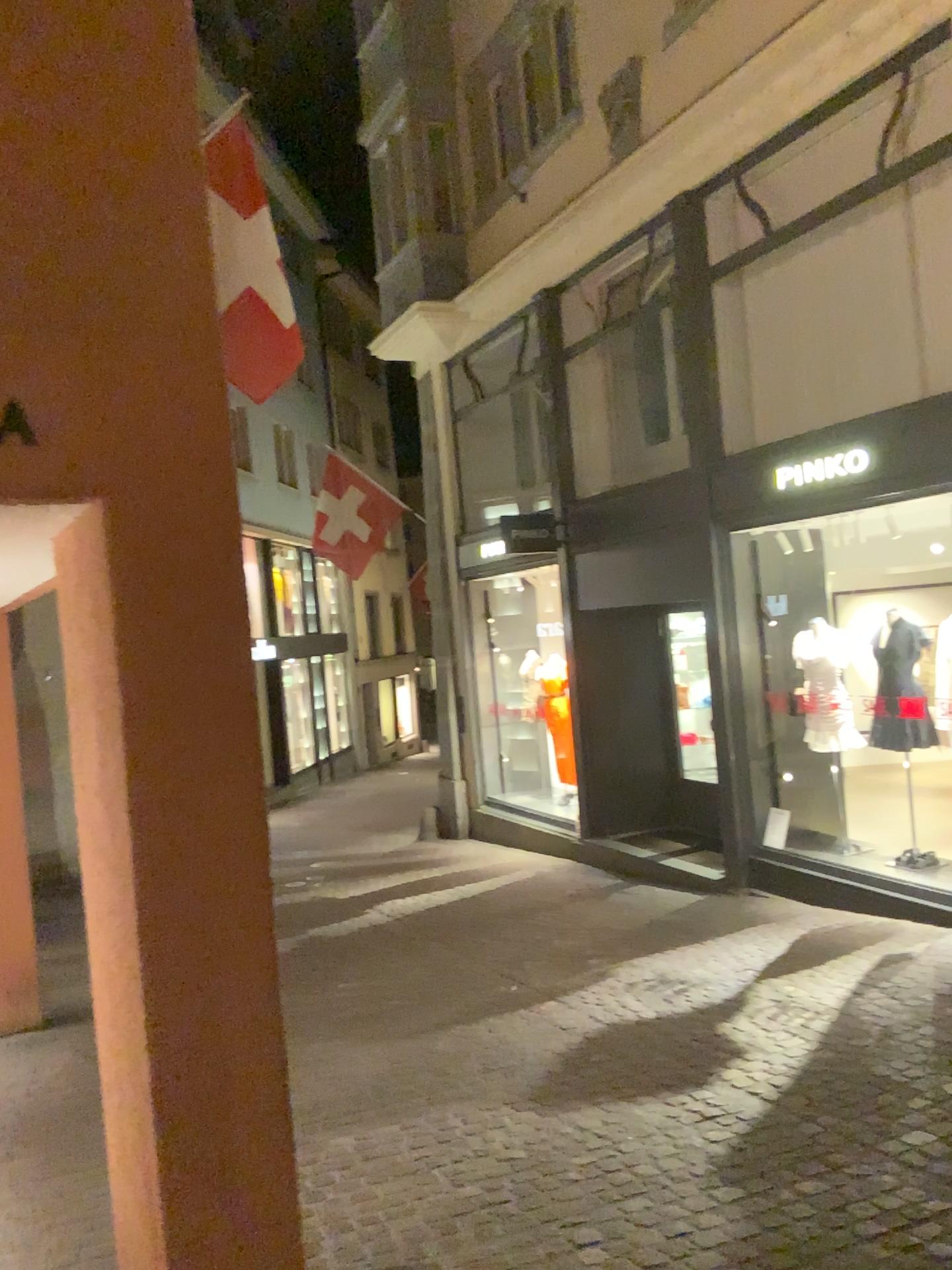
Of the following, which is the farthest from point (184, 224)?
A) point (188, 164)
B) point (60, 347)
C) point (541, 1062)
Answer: point (541, 1062)
